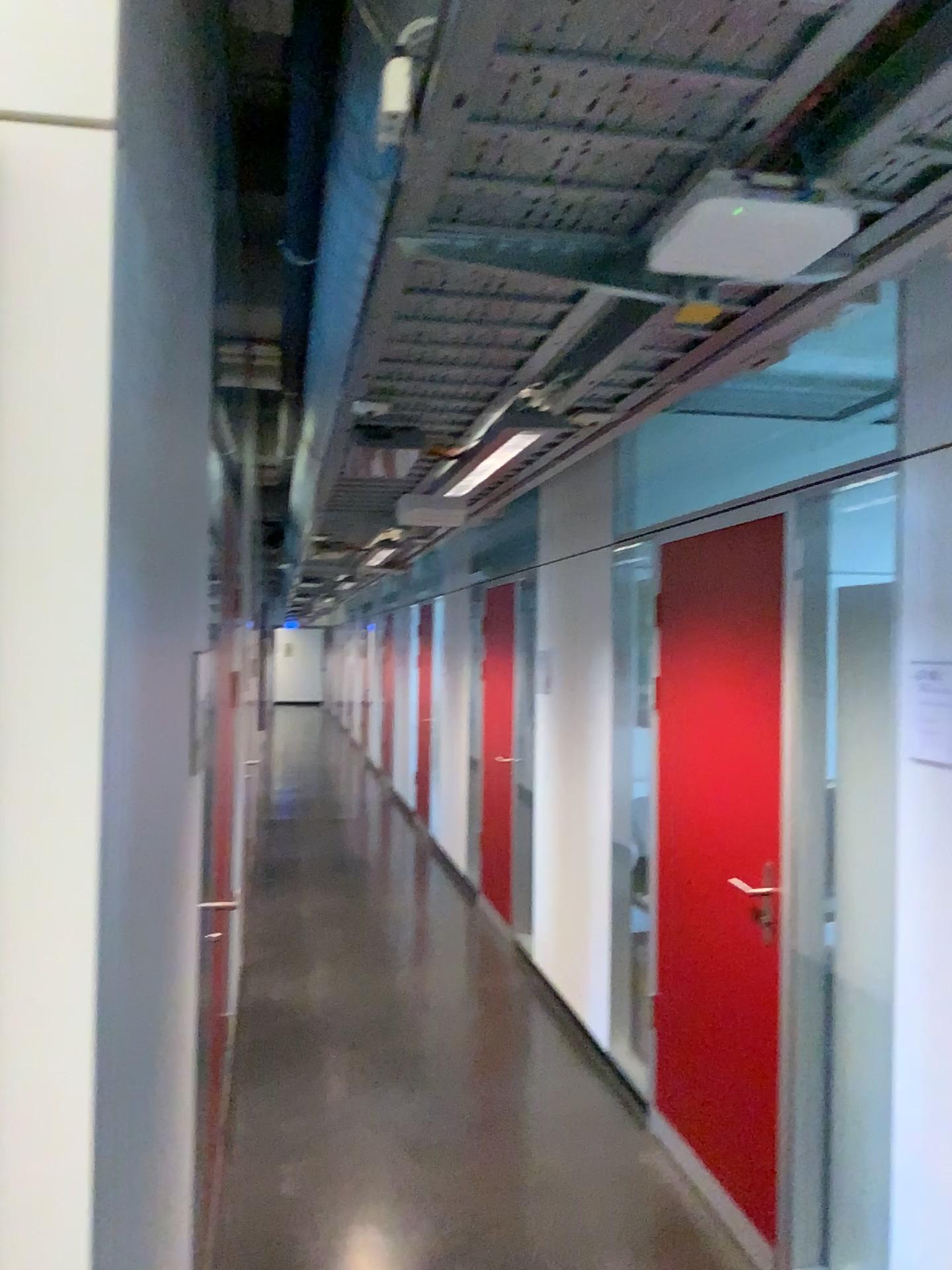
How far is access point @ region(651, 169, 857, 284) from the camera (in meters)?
1.35

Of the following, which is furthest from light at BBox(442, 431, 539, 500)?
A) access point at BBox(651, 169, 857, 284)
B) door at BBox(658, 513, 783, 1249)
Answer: access point at BBox(651, 169, 857, 284)

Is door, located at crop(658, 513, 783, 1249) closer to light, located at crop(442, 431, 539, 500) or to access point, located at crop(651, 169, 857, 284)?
light, located at crop(442, 431, 539, 500)

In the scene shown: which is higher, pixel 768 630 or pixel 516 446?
pixel 516 446

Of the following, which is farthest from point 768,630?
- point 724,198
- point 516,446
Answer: point 724,198

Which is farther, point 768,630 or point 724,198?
point 768,630

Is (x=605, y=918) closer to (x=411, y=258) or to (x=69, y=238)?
(x=411, y=258)

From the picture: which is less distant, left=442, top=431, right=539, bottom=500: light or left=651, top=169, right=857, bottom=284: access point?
left=651, top=169, right=857, bottom=284: access point
